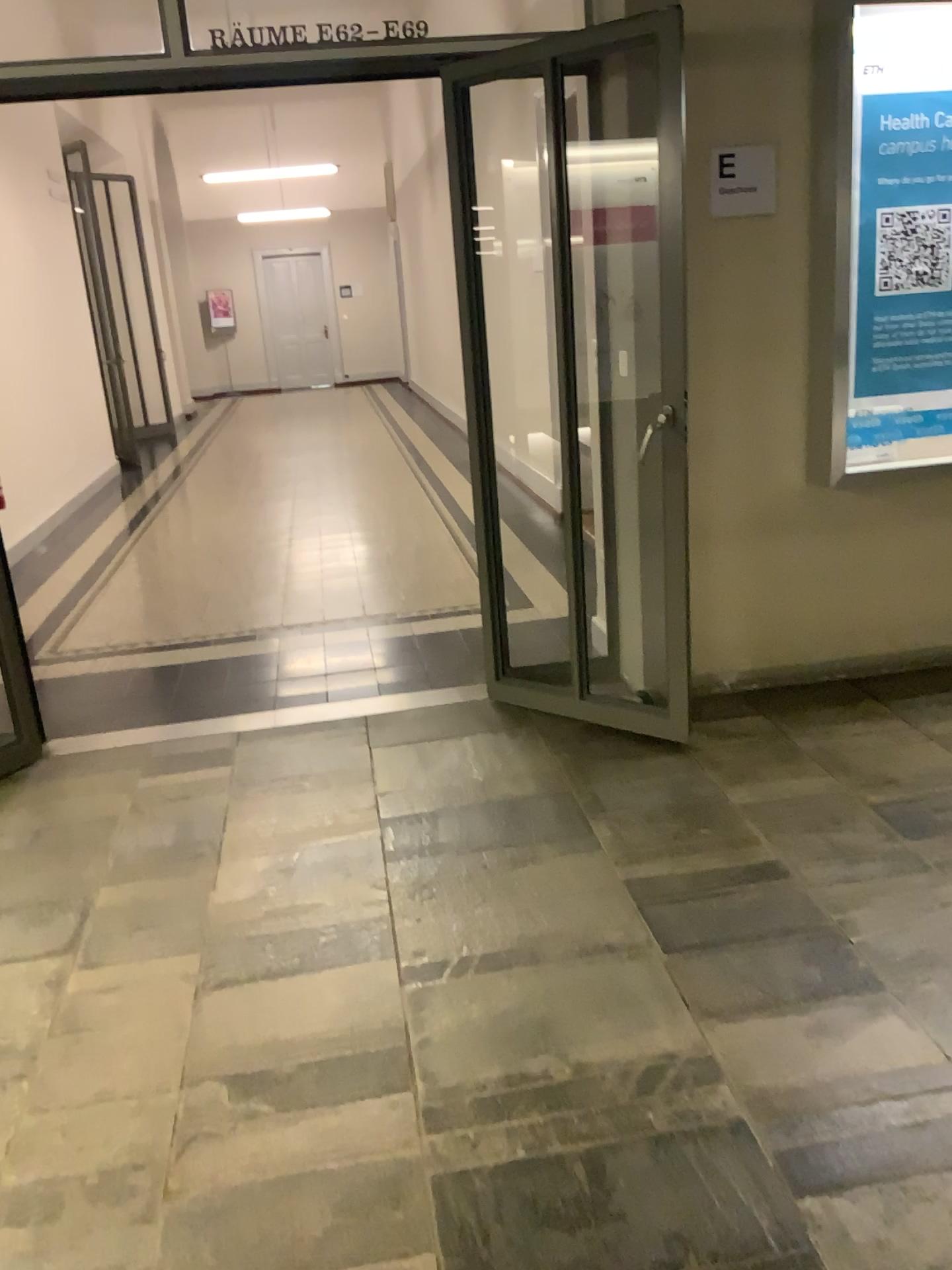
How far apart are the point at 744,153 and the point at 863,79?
0.4 meters

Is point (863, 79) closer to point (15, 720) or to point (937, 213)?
point (937, 213)

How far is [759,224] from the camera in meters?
3.4

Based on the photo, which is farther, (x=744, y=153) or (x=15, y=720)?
(x=15, y=720)

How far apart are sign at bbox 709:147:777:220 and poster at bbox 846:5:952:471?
0.29m

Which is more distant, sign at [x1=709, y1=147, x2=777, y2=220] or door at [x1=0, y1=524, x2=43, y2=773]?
door at [x1=0, y1=524, x2=43, y2=773]

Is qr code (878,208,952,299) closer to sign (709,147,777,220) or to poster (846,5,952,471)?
poster (846,5,952,471)

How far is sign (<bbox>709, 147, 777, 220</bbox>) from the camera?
3.30m

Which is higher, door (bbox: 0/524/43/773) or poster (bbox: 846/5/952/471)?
poster (bbox: 846/5/952/471)

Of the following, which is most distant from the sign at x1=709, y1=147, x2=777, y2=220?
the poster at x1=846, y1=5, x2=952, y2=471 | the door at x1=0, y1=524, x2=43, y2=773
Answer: the door at x1=0, y1=524, x2=43, y2=773
